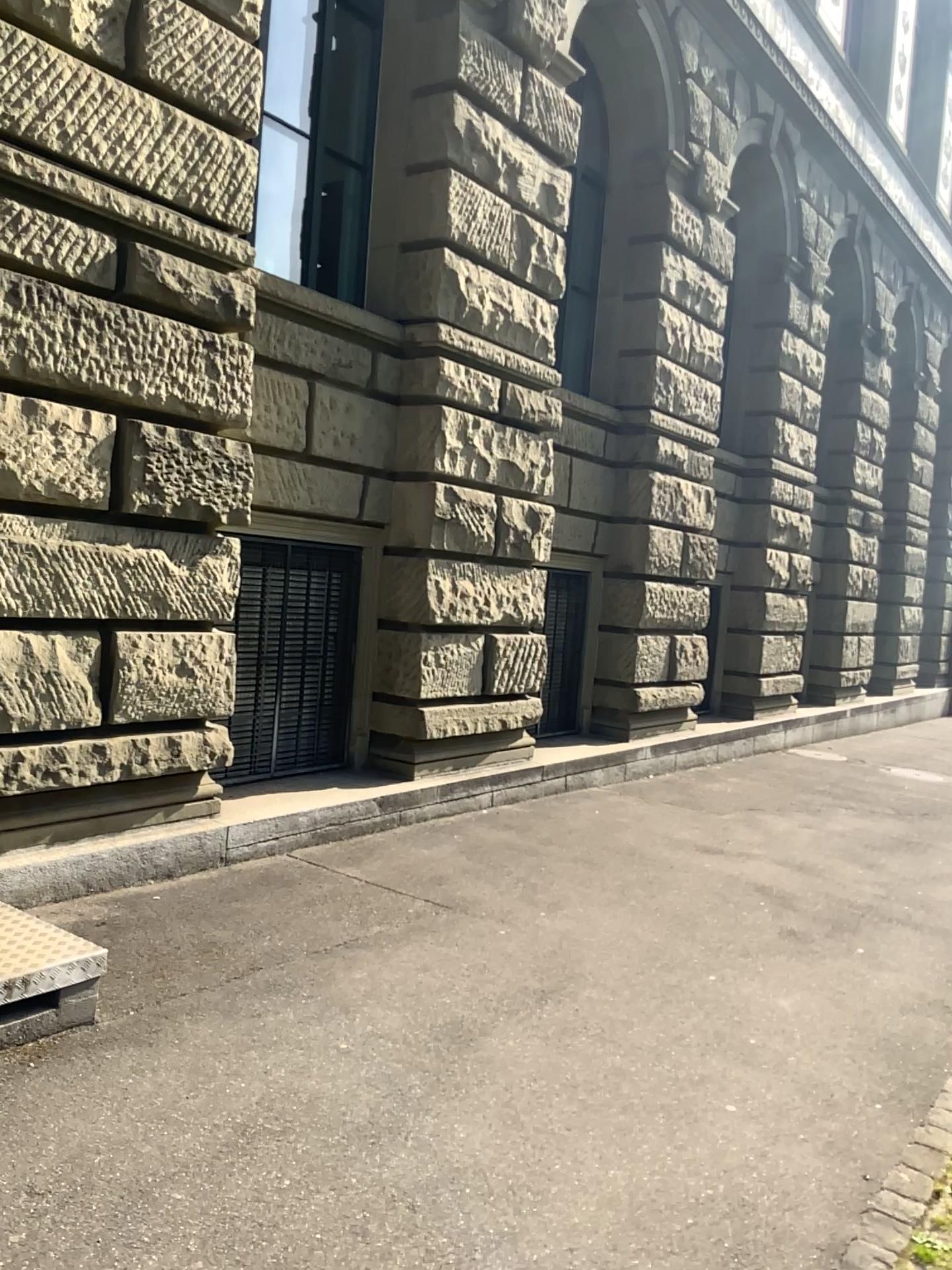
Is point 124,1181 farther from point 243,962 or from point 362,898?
point 362,898
